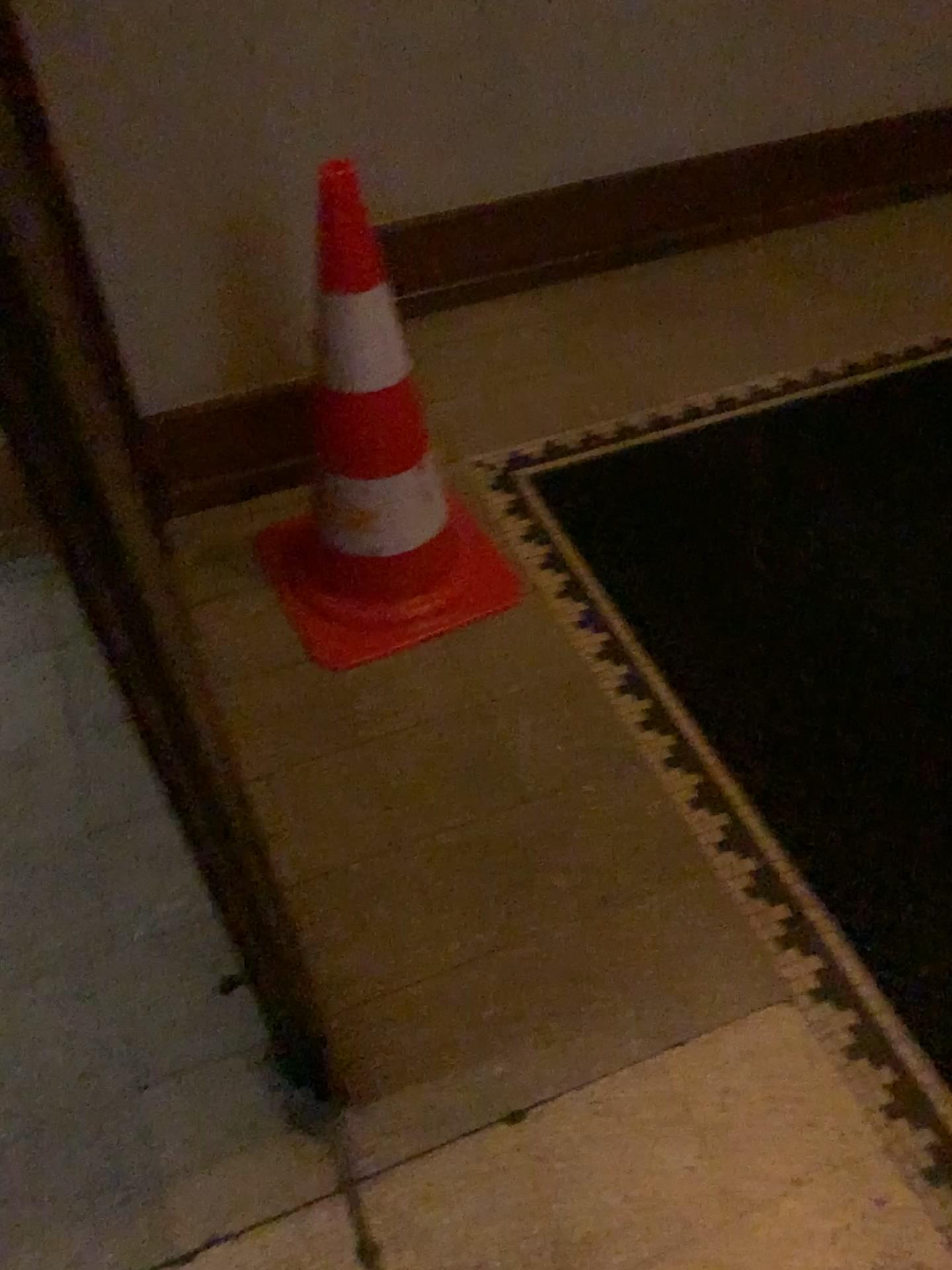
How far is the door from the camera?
0.5 meters

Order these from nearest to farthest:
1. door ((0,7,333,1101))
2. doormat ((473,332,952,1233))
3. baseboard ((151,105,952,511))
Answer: door ((0,7,333,1101)), doormat ((473,332,952,1233)), baseboard ((151,105,952,511))

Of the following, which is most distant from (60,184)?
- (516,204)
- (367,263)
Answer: (516,204)

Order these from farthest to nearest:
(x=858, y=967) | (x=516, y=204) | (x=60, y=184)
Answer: (x=516, y=204) < (x=858, y=967) < (x=60, y=184)

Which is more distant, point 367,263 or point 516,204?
point 516,204

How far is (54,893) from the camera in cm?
150

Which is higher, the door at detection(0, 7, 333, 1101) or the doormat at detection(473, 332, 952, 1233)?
the door at detection(0, 7, 333, 1101)

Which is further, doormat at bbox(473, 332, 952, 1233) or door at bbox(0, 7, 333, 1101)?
doormat at bbox(473, 332, 952, 1233)

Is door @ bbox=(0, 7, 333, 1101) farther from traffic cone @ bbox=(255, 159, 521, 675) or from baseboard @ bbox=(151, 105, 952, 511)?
baseboard @ bbox=(151, 105, 952, 511)

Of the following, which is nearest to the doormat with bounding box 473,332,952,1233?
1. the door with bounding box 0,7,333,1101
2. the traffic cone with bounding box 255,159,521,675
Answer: the traffic cone with bounding box 255,159,521,675
